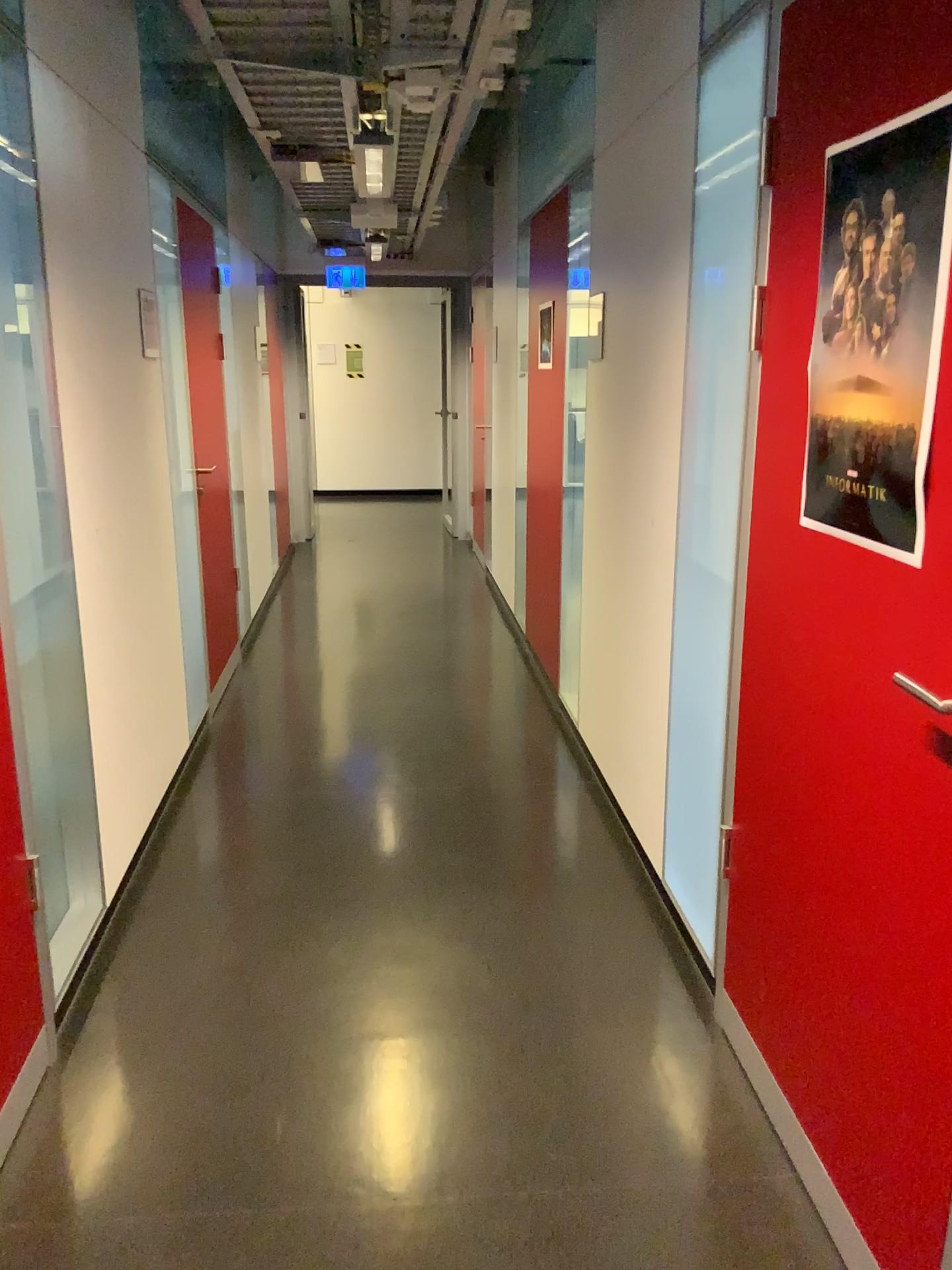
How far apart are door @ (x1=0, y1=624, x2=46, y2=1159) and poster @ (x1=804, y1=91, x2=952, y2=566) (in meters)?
1.58

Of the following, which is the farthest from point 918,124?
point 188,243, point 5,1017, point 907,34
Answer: point 188,243

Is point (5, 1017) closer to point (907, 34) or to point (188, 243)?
point (907, 34)

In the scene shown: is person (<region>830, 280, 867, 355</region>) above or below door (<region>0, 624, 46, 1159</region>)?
above

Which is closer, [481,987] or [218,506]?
[481,987]

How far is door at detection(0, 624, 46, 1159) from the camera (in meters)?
2.03

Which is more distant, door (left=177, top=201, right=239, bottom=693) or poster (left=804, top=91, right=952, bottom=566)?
door (left=177, top=201, right=239, bottom=693)

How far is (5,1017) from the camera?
2.03m

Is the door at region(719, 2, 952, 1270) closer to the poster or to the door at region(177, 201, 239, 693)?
the poster

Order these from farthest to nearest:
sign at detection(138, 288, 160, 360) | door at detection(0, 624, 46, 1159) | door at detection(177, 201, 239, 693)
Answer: door at detection(177, 201, 239, 693) → sign at detection(138, 288, 160, 360) → door at detection(0, 624, 46, 1159)
